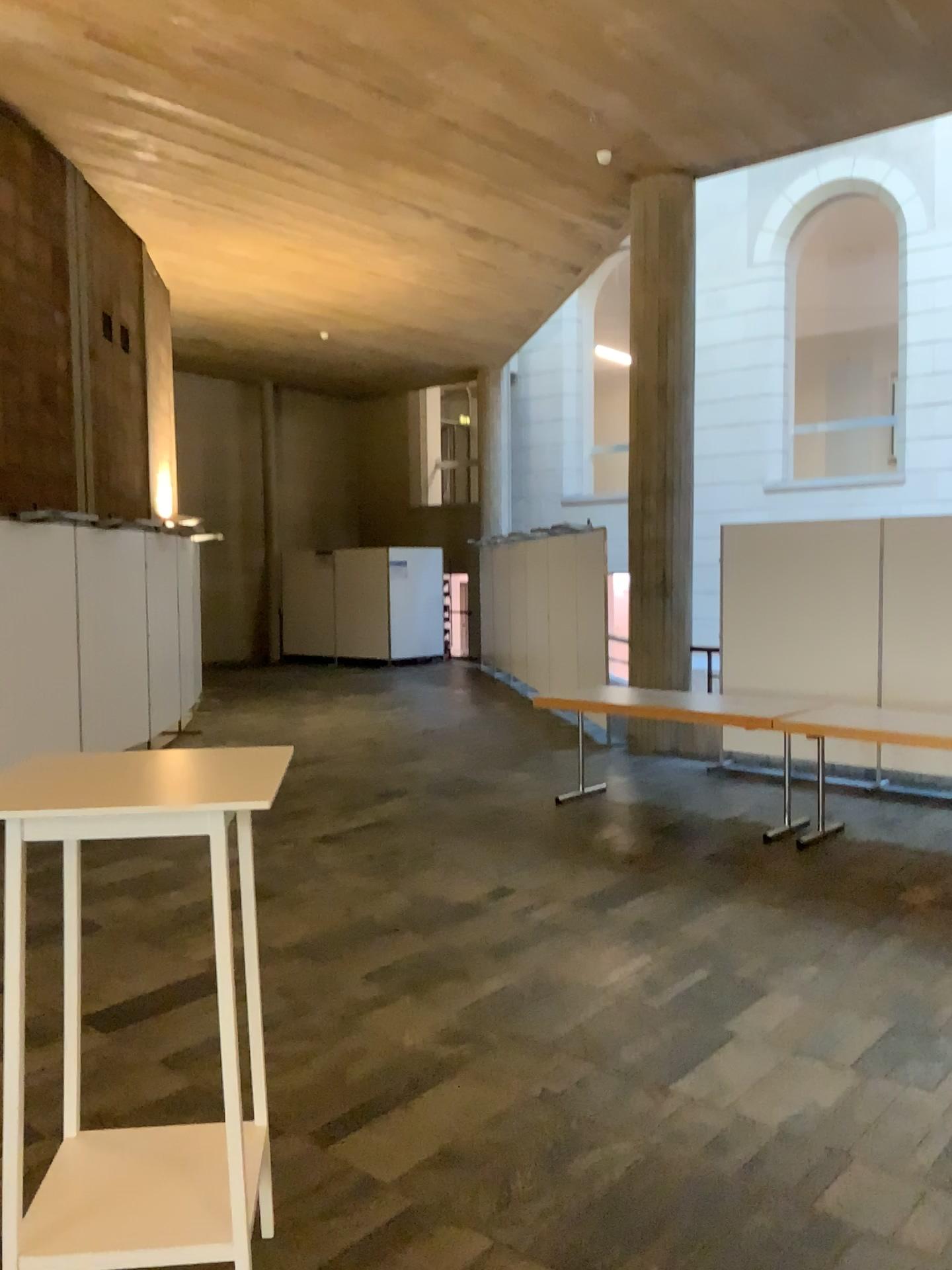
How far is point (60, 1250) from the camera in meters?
2.1

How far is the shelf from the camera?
2.1m

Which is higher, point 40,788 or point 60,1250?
point 40,788

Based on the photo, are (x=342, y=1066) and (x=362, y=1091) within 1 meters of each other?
yes
